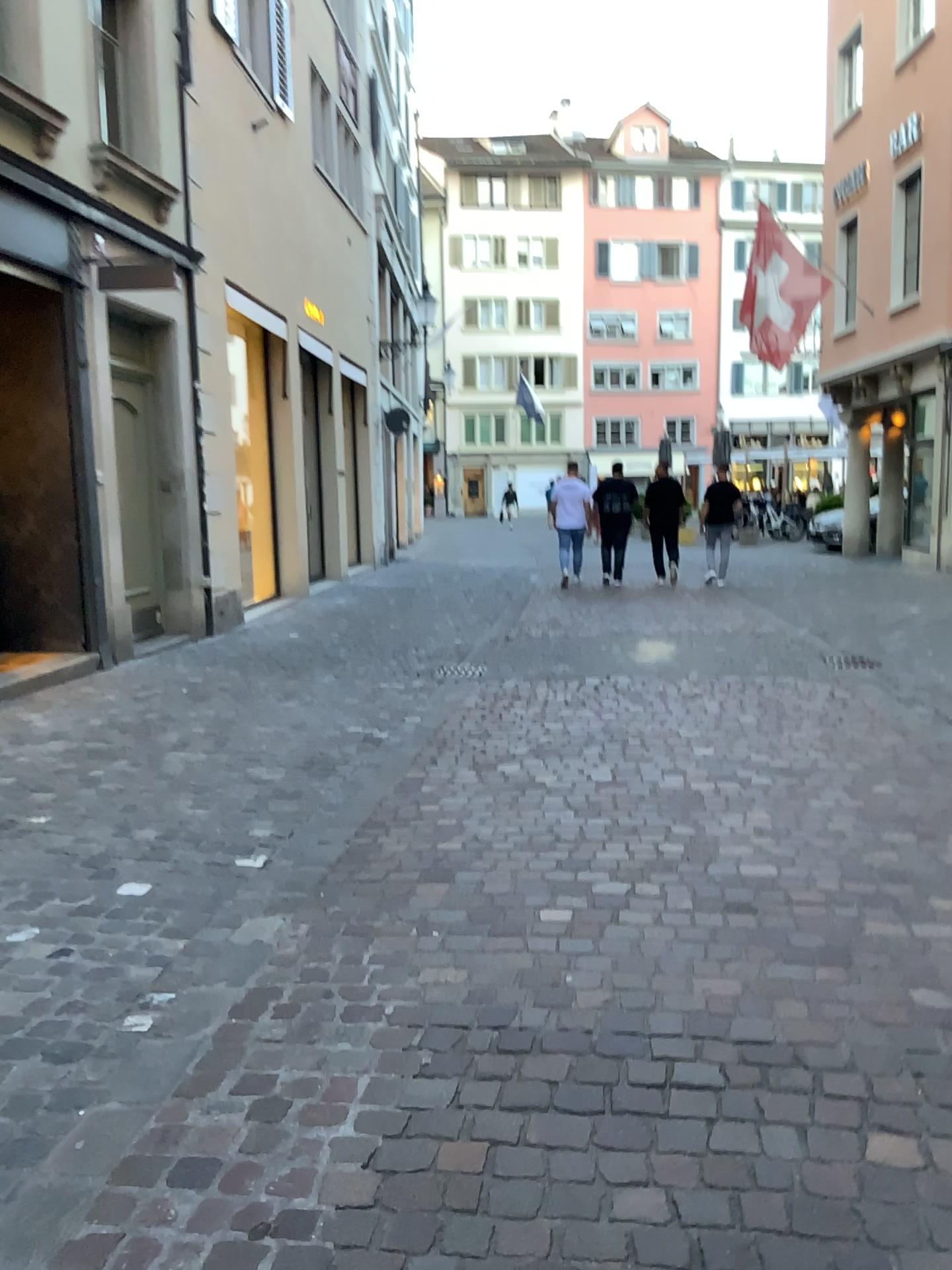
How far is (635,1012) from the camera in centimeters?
255cm
